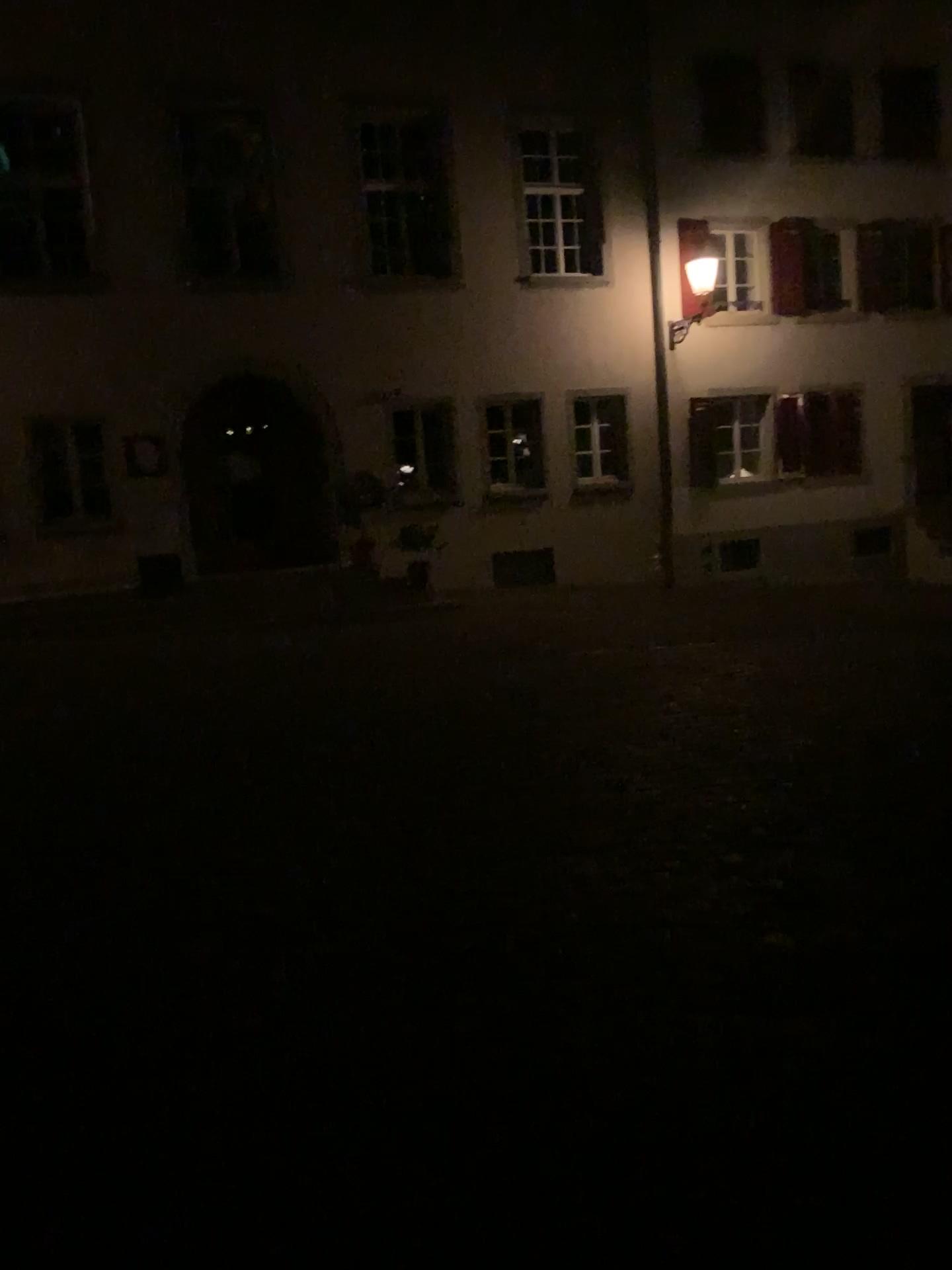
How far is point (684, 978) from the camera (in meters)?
3.28
